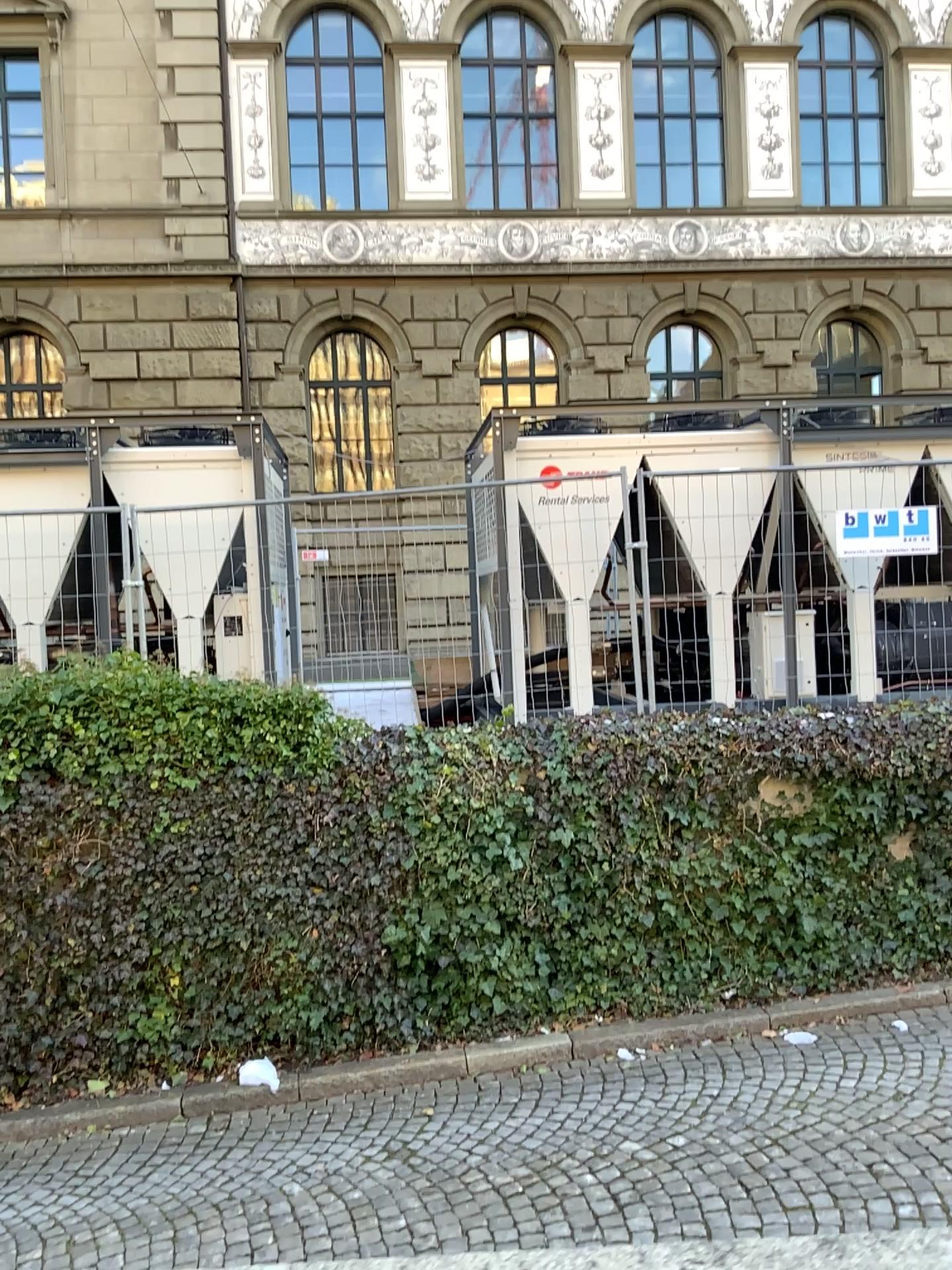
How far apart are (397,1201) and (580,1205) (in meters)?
0.82
